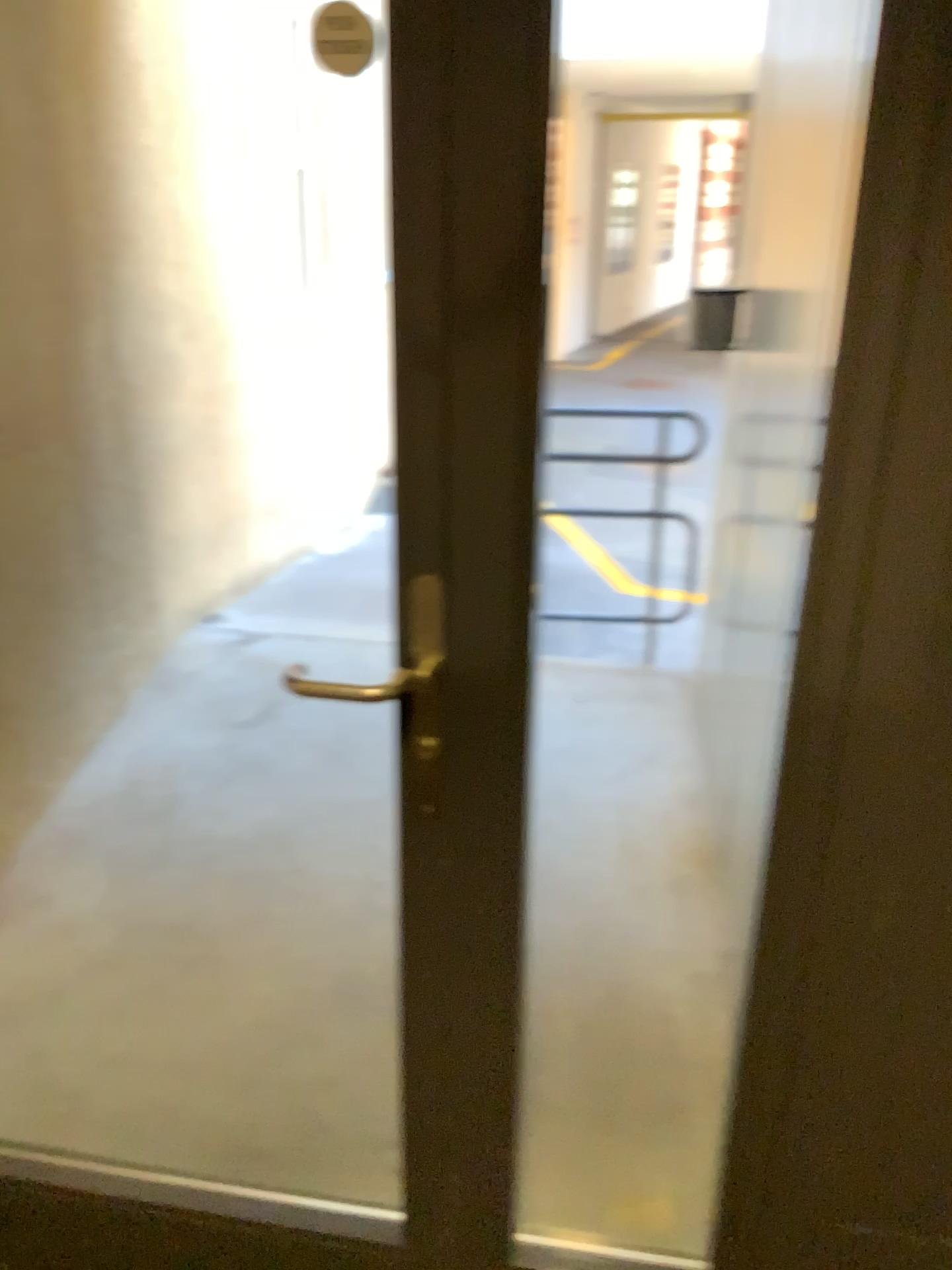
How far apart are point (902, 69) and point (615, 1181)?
1.6m
